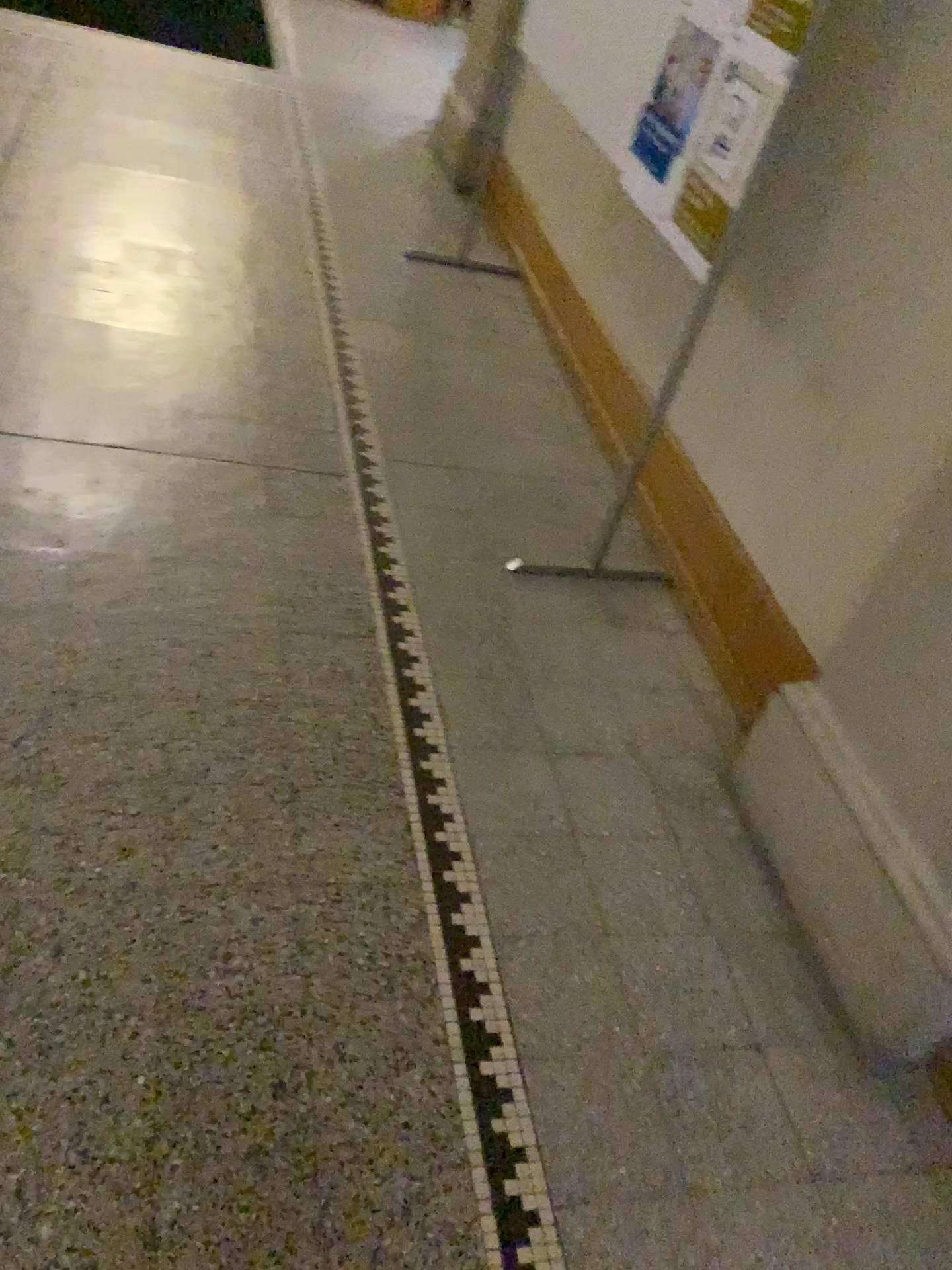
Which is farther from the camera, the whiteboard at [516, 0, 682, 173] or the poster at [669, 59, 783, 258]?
the whiteboard at [516, 0, 682, 173]

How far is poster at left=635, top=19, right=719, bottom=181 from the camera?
2.2 meters

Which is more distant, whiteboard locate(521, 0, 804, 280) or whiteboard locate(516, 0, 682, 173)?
whiteboard locate(516, 0, 682, 173)

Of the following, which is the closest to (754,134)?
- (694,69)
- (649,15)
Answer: (694,69)

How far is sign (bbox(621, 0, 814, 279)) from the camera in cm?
194

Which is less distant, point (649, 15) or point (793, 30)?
point (793, 30)

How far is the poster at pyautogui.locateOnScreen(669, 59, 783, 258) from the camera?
1.95m

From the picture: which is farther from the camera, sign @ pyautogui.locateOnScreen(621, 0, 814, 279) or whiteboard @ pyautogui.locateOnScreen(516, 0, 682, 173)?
whiteboard @ pyautogui.locateOnScreen(516, 0, 682, 173)

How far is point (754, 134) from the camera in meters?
2.0

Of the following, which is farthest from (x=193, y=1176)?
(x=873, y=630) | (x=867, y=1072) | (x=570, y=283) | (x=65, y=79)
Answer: (x=65, y=79)
